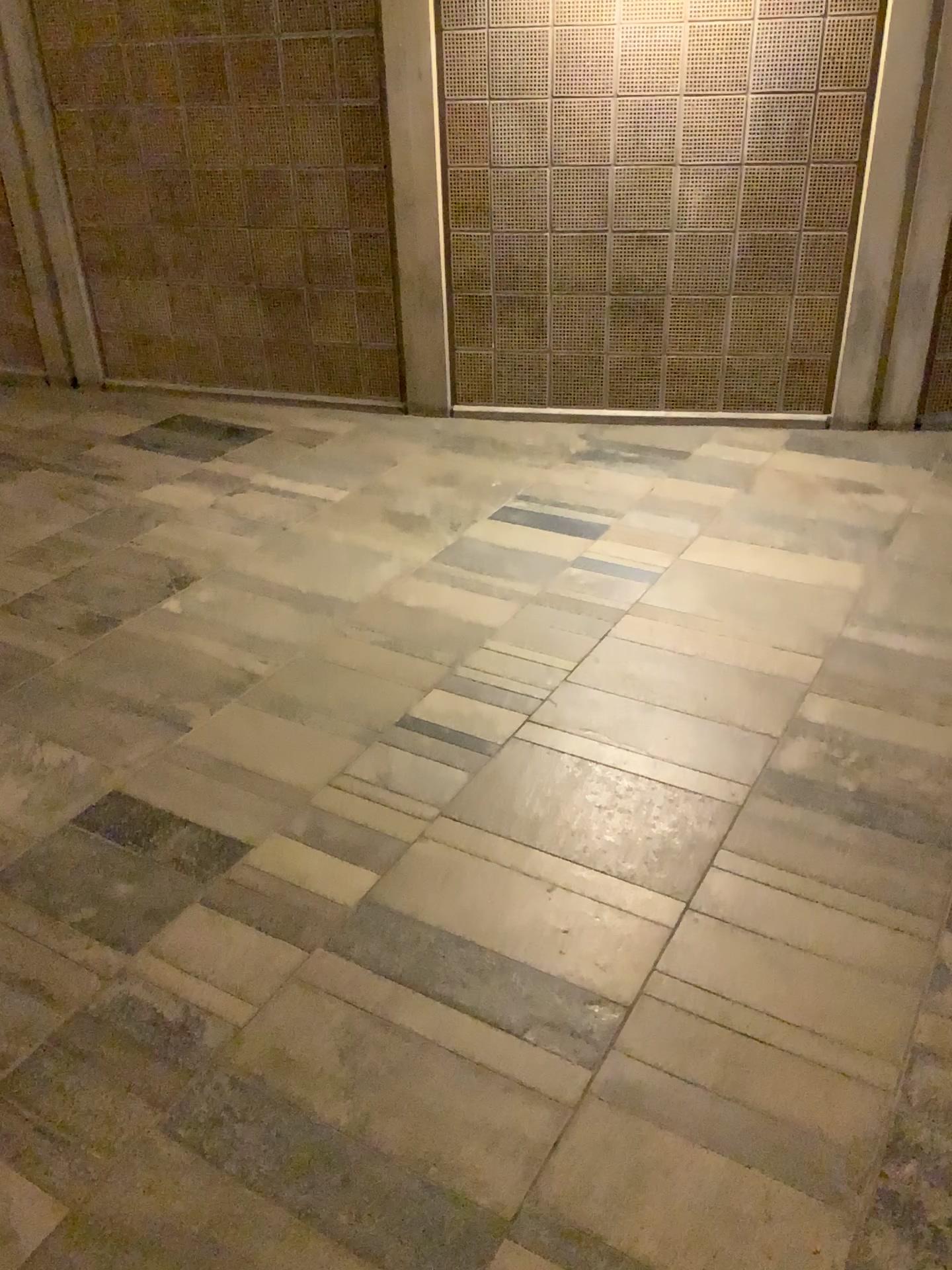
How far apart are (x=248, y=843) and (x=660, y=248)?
3.2 meters

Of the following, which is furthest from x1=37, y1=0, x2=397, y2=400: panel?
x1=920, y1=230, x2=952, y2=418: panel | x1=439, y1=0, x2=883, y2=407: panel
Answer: x1=920, y1=230, x2=952, y2=418: panel

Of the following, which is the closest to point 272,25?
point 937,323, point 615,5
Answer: point 615,5

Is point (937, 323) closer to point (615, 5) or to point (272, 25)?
point (615, 5)

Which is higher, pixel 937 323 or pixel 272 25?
pixel 272 25

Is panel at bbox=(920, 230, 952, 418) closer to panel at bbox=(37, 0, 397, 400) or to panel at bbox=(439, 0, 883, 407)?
panel at bbox=(439, 0, 883, 407)
